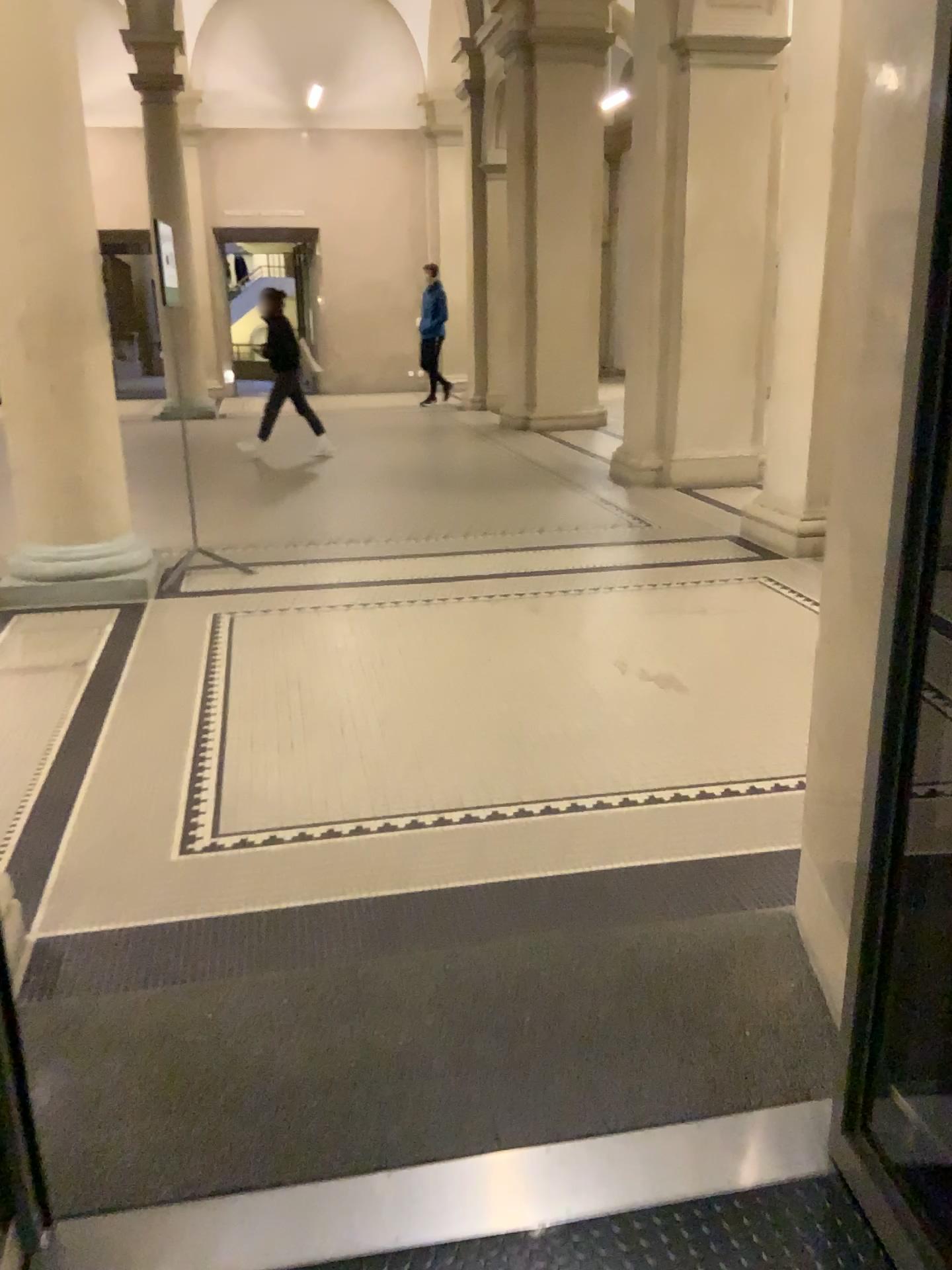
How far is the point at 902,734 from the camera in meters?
1.6 m

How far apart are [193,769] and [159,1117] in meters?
1.6 m

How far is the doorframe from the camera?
1.6m
